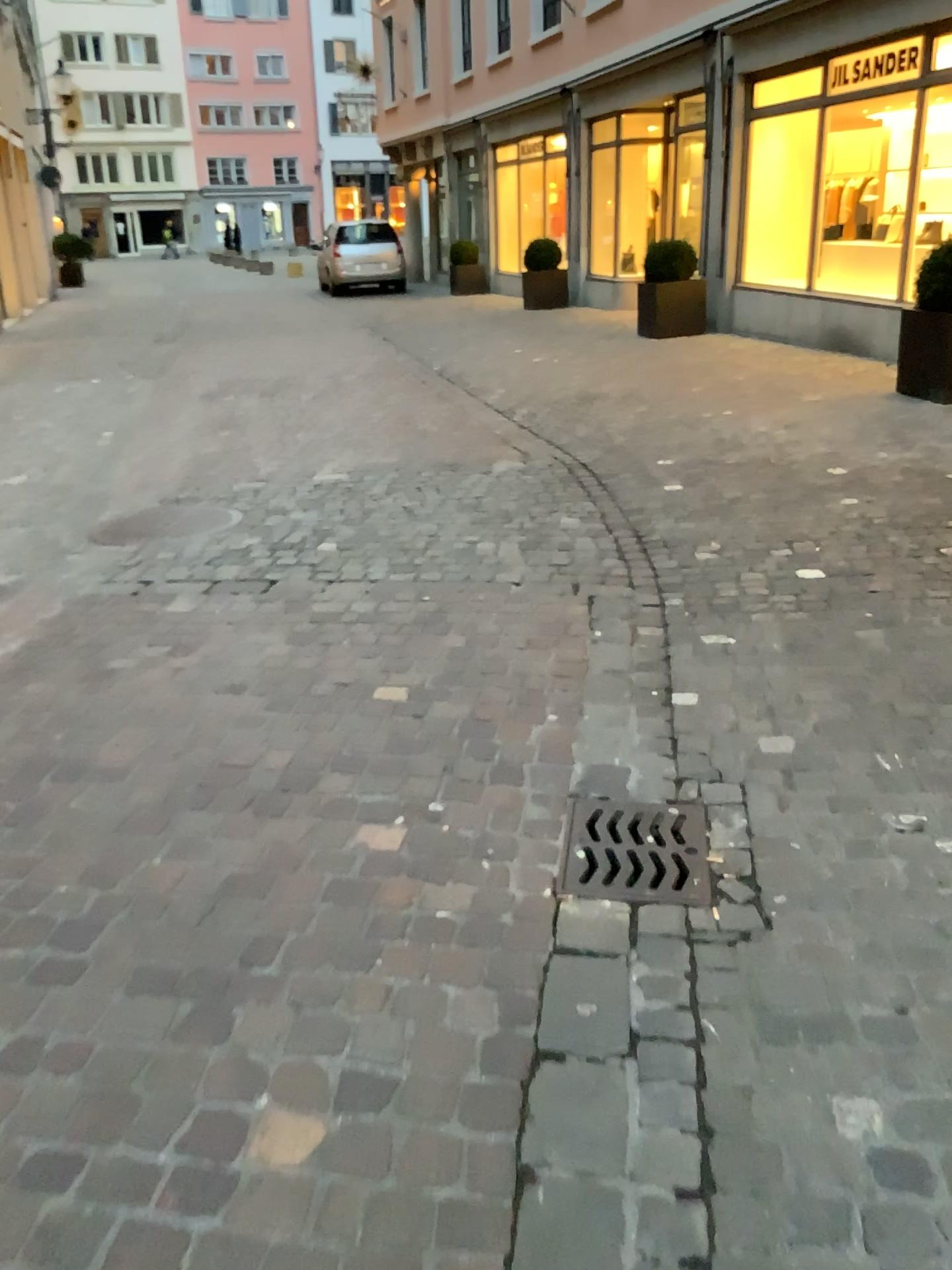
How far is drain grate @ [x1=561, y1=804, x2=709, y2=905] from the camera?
2.2 meters

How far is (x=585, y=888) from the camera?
2.2m

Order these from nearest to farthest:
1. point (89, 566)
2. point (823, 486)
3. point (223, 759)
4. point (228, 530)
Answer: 1. point (223, 759)
2. point (89, 566)
3. point (228, 530)
4. point (823, 486)
